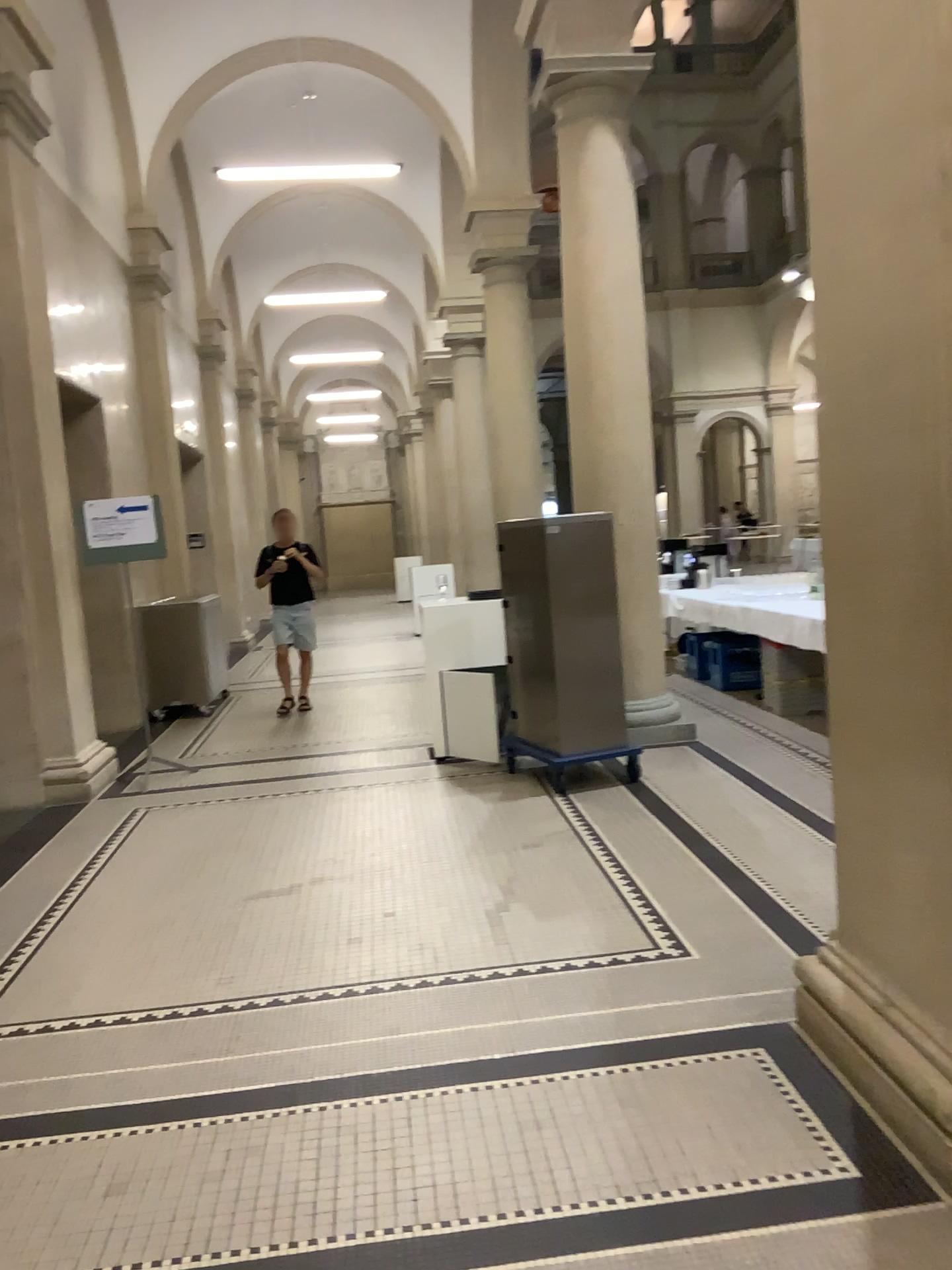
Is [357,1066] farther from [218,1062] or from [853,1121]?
[853,1121]
